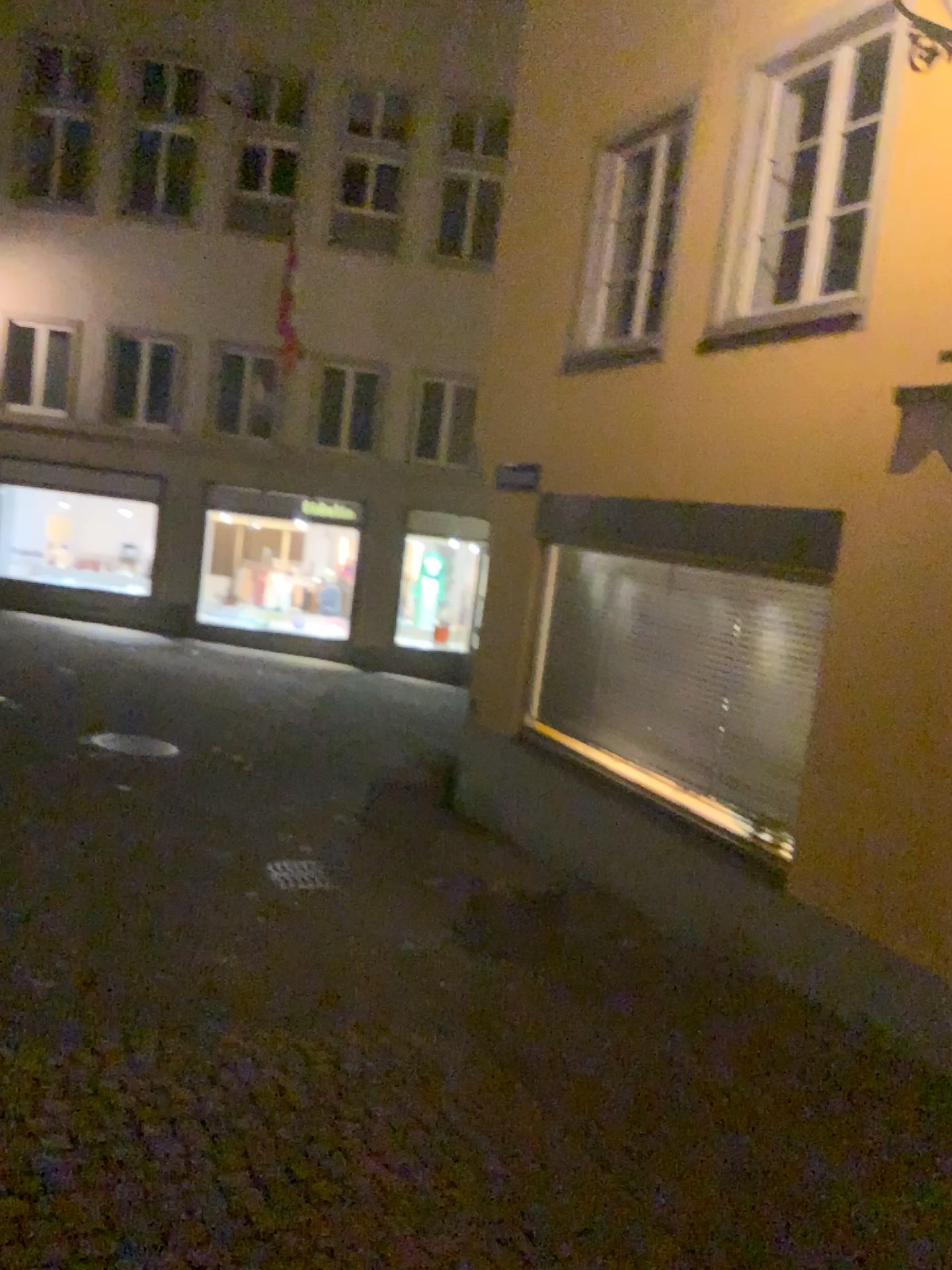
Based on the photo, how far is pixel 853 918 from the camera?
4.8 meters
